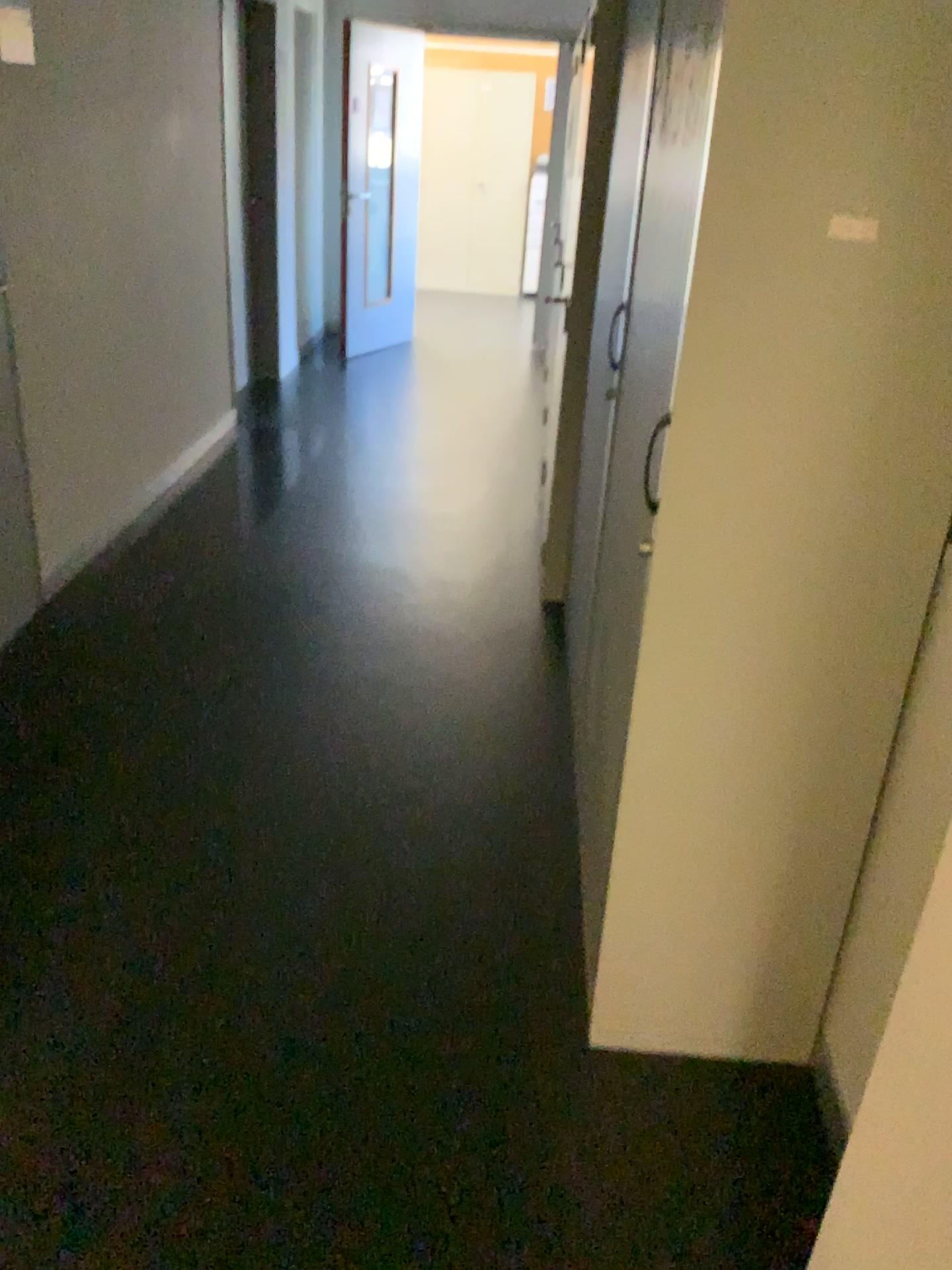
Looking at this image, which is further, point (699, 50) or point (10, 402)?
point (10, 402)

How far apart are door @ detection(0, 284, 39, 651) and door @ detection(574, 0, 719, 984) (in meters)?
1.91

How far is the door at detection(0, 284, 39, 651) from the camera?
3.1 meters

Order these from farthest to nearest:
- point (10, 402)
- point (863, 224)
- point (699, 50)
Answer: point (10, 402) → point (699, 50) → point (863, 224)

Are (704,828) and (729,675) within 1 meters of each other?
yes

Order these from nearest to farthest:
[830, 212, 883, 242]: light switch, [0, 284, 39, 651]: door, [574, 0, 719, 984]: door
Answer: [830, 212, 883, 242]: light switch < [574, 0, 719, 984]: door < [0, 284, 39, 651]: door

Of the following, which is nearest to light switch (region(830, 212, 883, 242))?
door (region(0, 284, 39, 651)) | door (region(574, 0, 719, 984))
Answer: door (region(574, 0, 719, 984))

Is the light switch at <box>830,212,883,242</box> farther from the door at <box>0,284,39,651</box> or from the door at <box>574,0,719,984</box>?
the door at <box>0,284,39,651</box>

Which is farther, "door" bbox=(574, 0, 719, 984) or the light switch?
"door" bbox=(574, 0, 719, 984)

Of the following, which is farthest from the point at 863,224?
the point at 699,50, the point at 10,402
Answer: the point at 10,402
